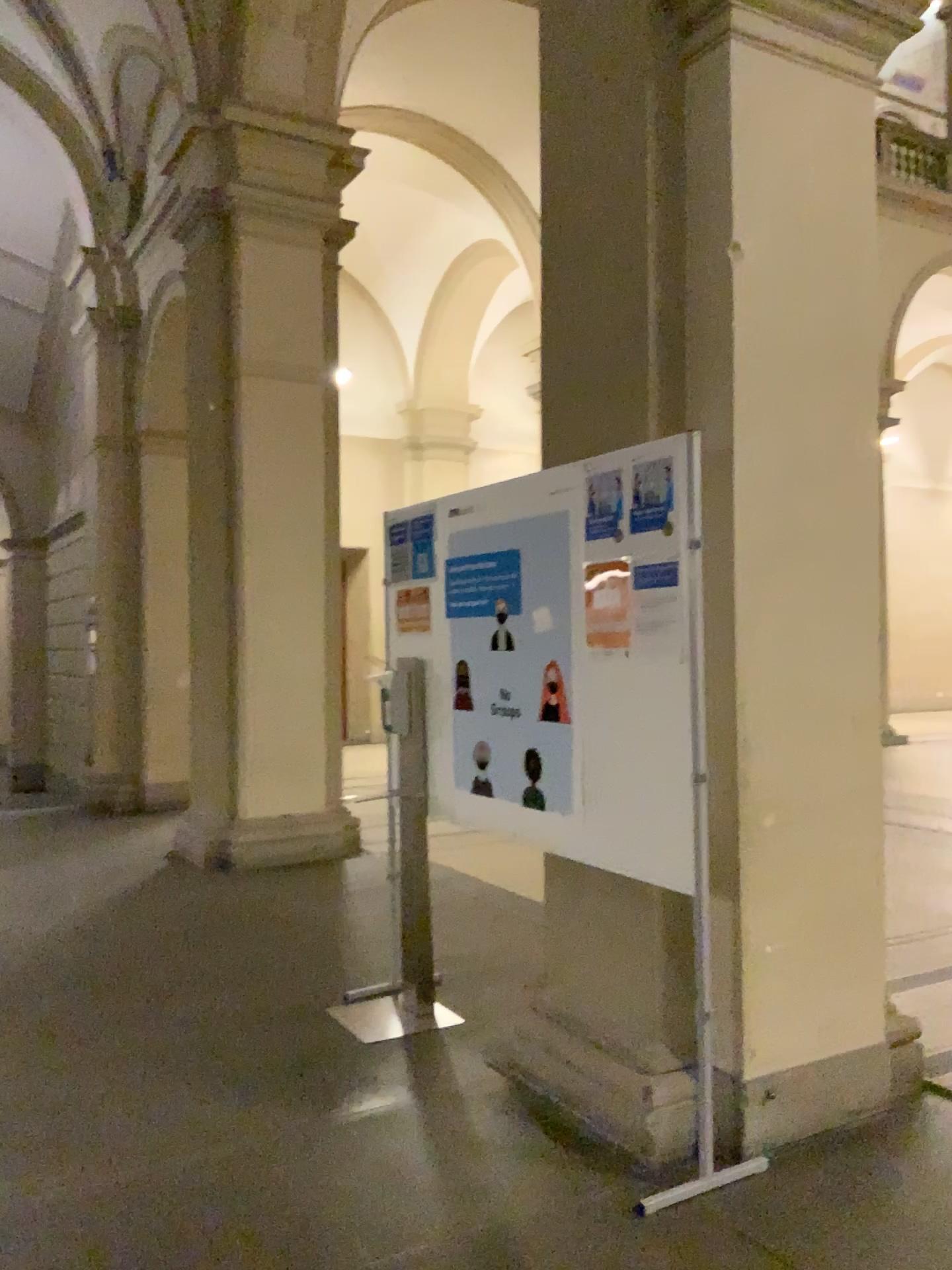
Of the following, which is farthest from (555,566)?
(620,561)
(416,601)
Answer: (416,601)

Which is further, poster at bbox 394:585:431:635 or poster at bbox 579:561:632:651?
poster at bbox 394:585:431:635

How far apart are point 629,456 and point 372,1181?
2.0 meters

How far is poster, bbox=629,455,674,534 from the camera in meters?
2.9

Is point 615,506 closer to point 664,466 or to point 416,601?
point 664,466

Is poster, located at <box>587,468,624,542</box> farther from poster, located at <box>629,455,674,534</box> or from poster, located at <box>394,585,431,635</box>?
poster, located at <box>394,585,431,635</box>

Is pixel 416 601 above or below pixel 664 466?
below

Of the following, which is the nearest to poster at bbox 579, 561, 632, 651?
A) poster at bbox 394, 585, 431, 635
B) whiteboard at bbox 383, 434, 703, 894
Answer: whiteboard at bbox 383, 434, 703, 894

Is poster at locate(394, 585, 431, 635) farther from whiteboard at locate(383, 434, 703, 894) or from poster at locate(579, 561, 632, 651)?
poster at locate(579, 561, 632, 651)

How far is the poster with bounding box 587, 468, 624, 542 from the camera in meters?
2.9
